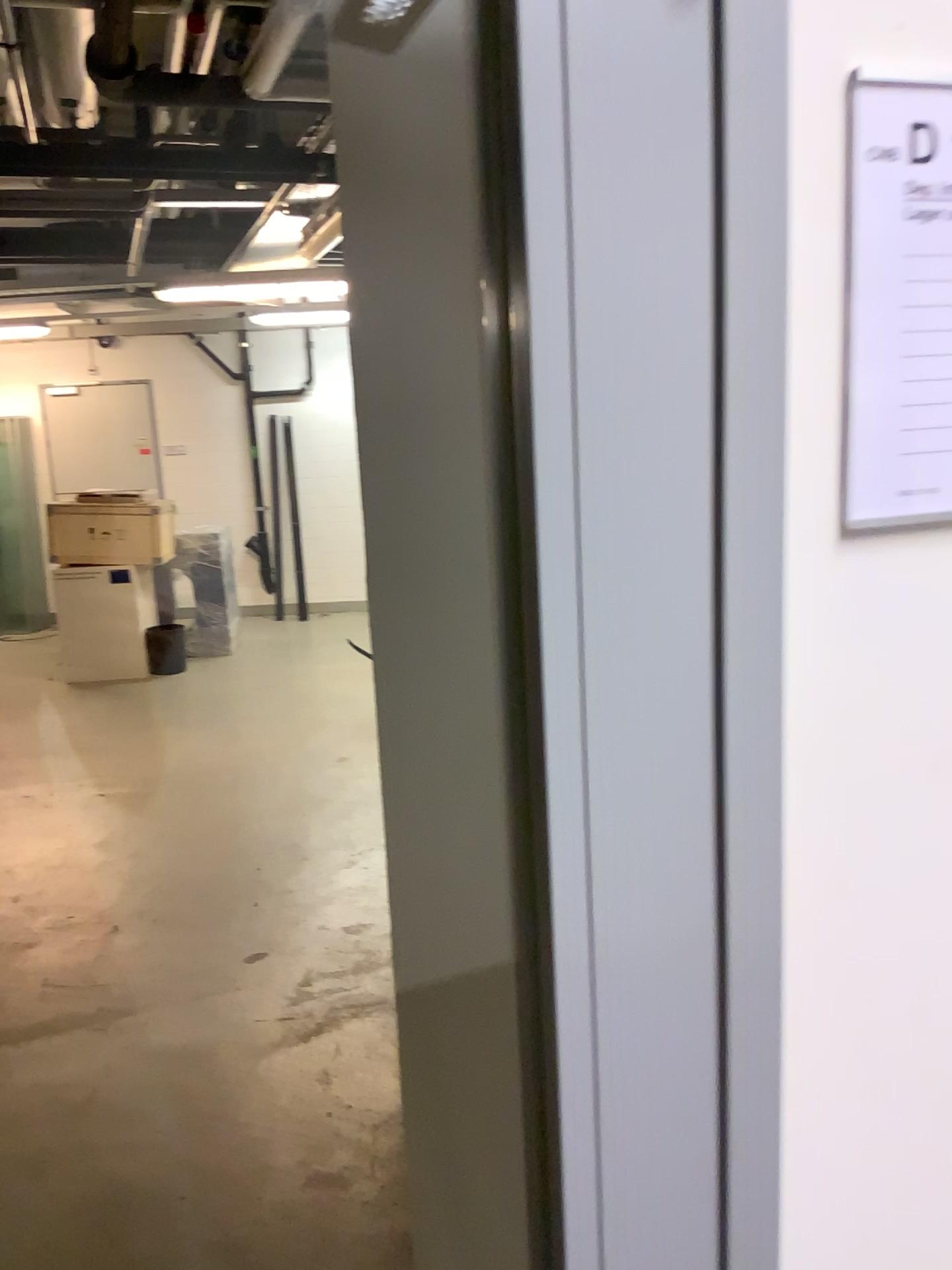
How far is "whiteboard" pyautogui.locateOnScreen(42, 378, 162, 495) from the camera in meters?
0.9 m

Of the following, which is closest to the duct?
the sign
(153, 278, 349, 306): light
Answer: (153, 278, 349, 306): light

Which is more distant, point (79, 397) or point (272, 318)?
point (272, 318)

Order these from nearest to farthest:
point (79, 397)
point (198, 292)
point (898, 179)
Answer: point (898, 179) → point (79, 397) → point (198, 292)

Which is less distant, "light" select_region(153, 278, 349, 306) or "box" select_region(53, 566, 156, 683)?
"box" select_region(53, 566, 156, 683)

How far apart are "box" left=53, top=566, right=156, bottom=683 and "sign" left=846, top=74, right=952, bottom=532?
0.6m

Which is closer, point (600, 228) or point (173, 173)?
point (600, 228)

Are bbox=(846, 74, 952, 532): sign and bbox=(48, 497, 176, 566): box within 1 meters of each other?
yes

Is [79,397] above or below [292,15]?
below

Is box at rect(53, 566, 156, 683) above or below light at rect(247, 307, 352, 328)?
below
